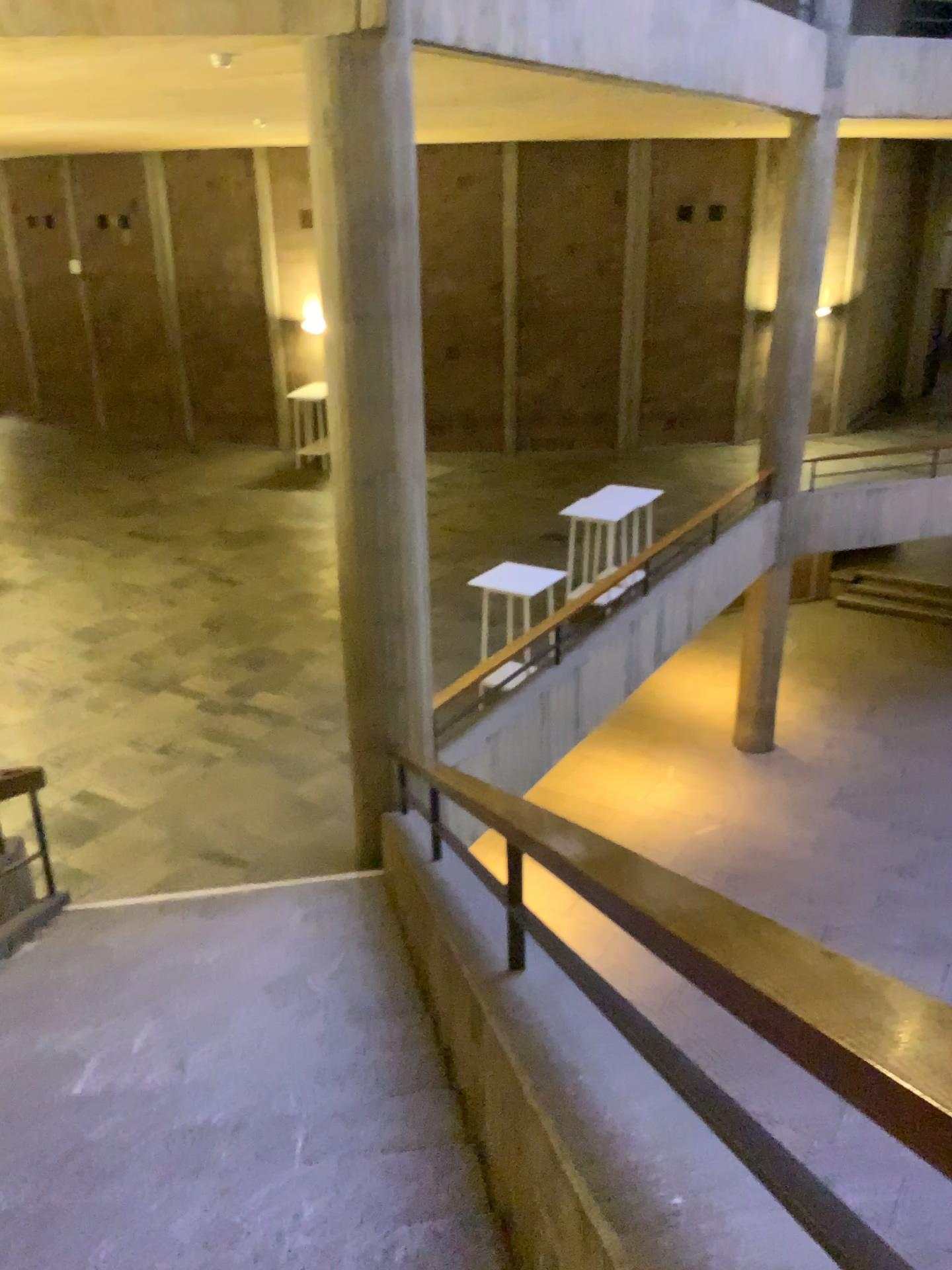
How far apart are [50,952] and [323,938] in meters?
1.3 m
